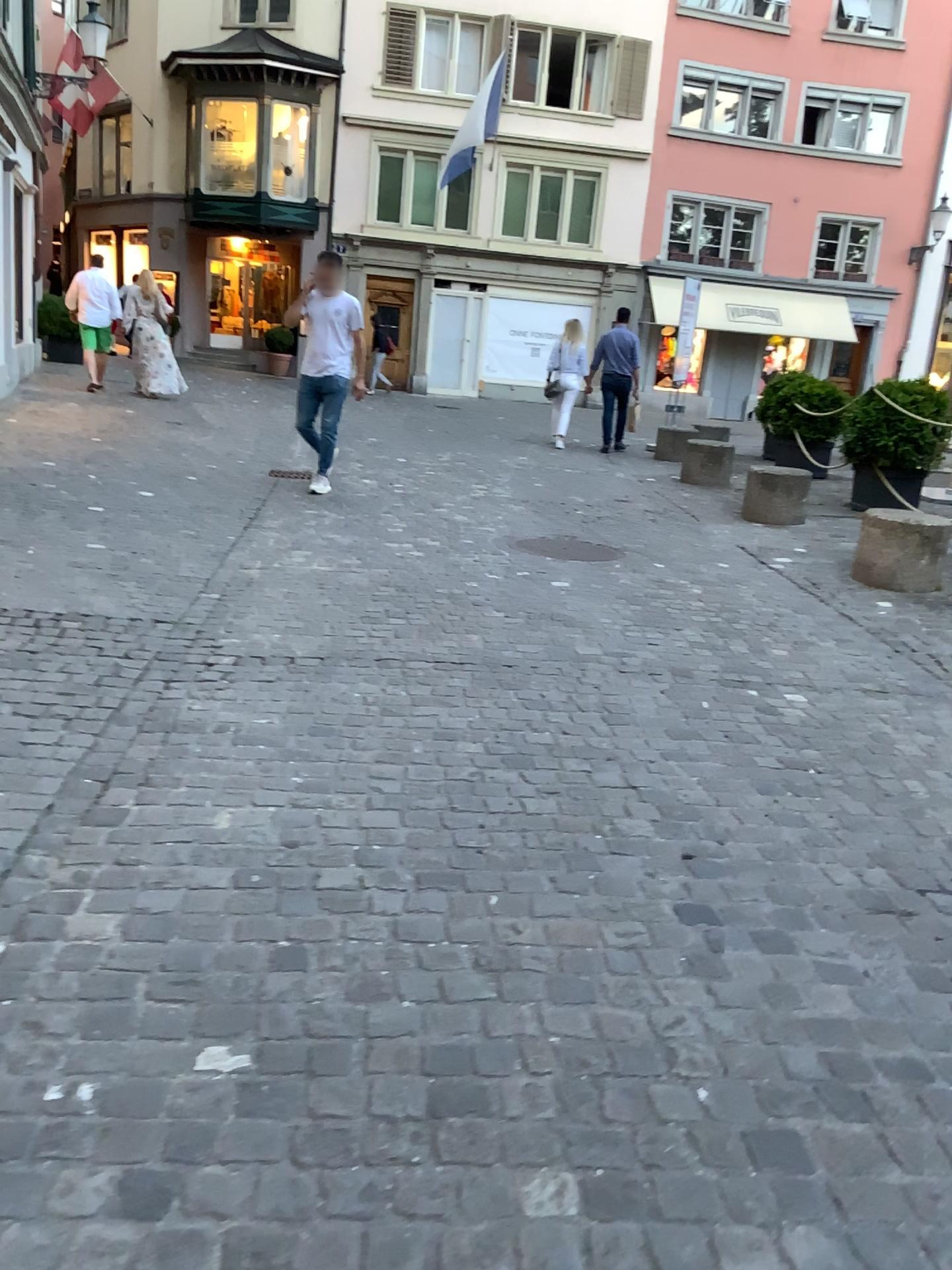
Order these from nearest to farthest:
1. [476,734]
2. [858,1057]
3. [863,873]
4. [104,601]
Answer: [858,1057]
[863,873]
[476,734]
[104,601]
